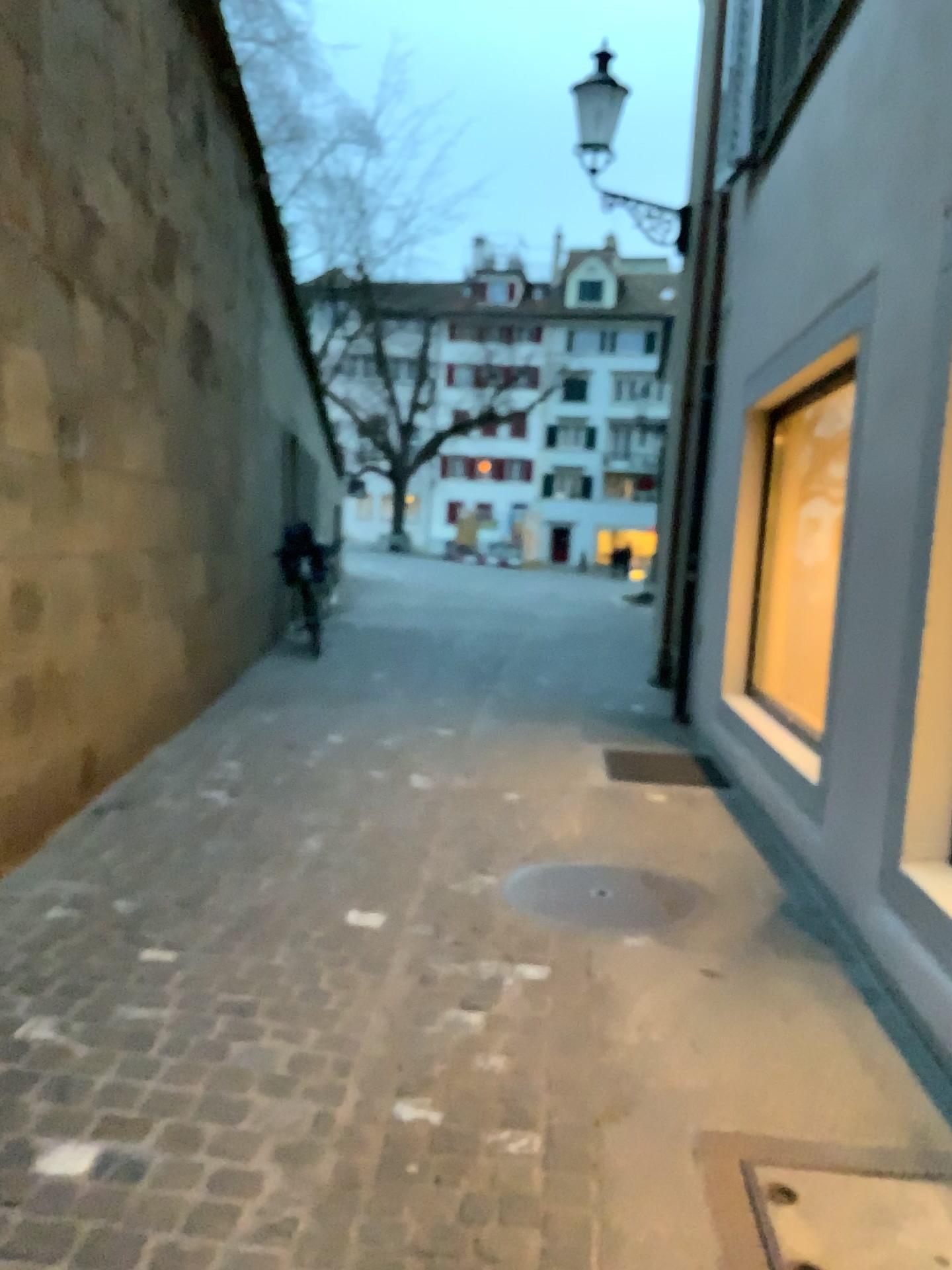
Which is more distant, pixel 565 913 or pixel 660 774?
pixel 660 774

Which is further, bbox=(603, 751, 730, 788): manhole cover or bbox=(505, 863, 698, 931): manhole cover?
bbox=(603, 751, 730, 788): manhole cover

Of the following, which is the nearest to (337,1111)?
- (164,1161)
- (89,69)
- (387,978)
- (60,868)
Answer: (164,1161)

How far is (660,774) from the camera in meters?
5.2

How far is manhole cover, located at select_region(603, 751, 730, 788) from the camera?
5.2m
